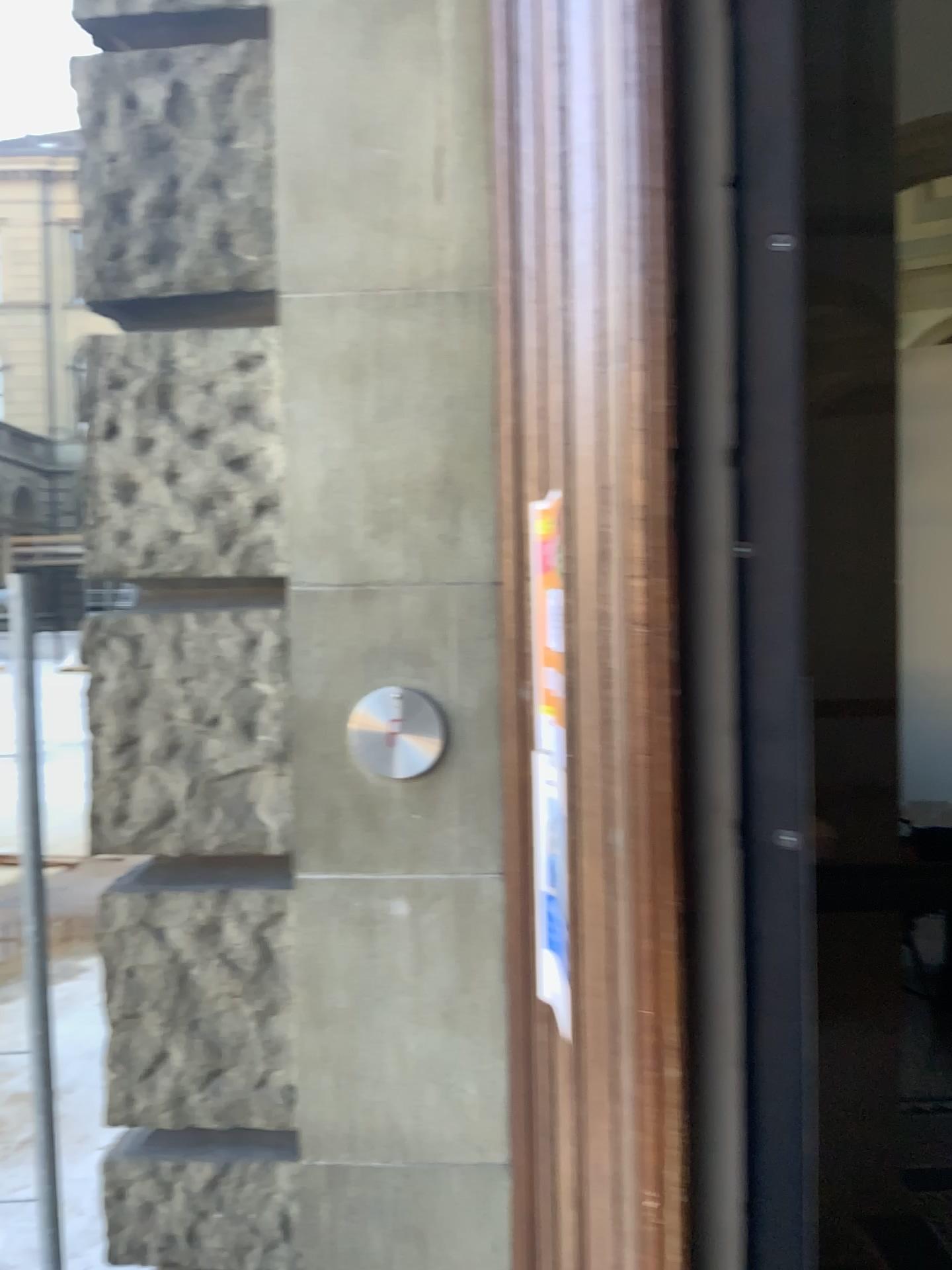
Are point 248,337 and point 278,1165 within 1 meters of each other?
no

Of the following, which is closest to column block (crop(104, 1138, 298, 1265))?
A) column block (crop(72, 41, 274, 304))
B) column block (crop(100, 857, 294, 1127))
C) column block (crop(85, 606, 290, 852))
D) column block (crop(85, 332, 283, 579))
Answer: column block (crop(100, 857, 294, 1127))

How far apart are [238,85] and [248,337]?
0.5 meters

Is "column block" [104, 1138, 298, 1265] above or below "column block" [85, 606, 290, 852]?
below

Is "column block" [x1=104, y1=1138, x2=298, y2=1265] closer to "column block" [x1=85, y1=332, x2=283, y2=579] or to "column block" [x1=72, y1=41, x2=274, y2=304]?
"column block" [x1=85, y1=332, x2=283, y2=579]

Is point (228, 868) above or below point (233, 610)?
below

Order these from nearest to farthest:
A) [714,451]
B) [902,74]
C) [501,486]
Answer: [714,451] < [501,486] < [902,74]

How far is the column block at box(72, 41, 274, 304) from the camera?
1.9 meters

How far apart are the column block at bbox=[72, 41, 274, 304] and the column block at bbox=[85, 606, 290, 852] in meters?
0.6

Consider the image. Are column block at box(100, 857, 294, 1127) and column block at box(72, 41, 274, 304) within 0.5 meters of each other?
no
